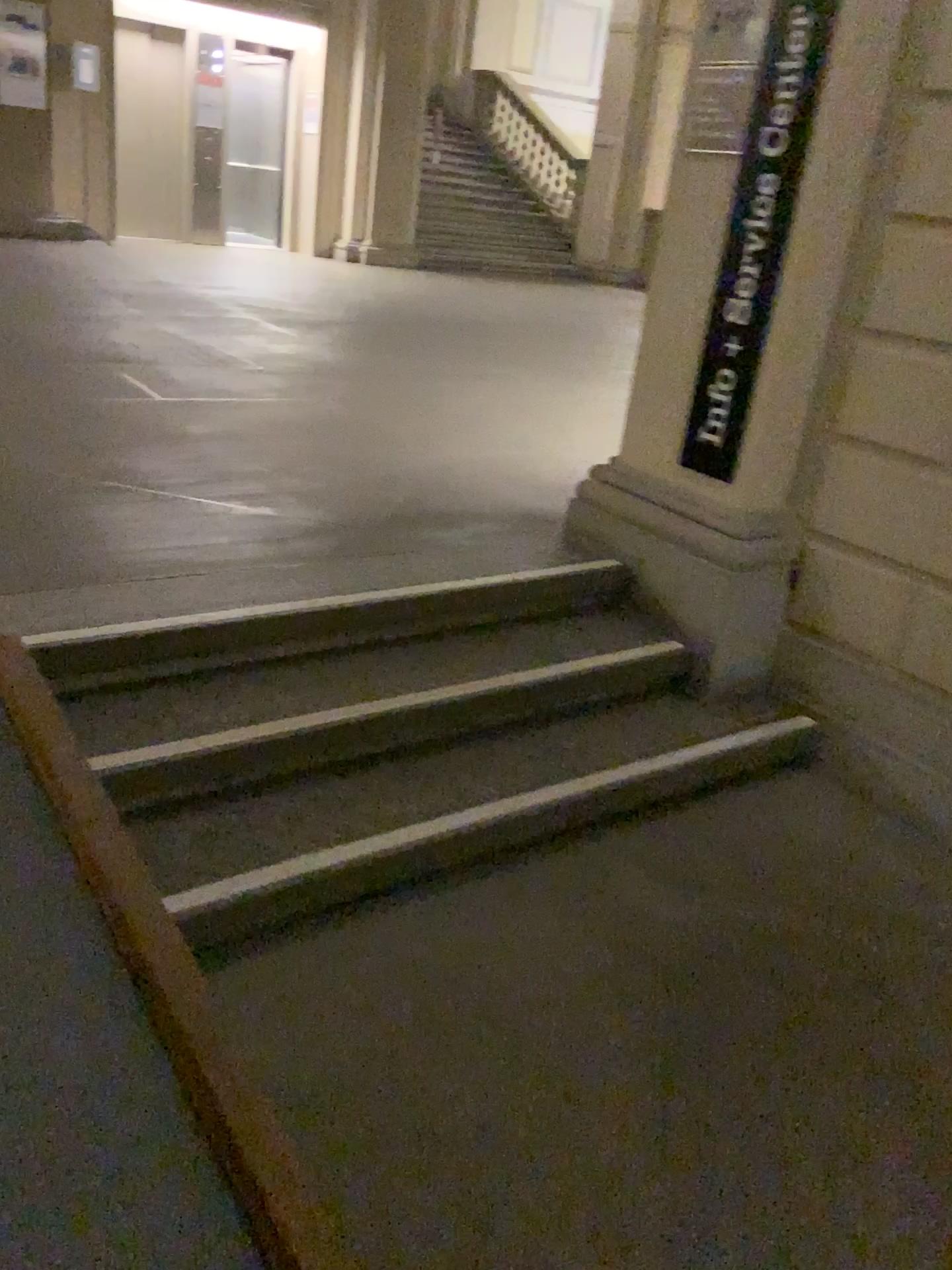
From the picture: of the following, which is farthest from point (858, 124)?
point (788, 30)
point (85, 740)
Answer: point (85, 740)

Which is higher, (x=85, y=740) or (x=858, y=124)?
(x=858, y=124)

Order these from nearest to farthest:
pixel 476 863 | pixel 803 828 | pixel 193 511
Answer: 1. pixel 476 863
2. pixel 803 828
3. pixel 193 511

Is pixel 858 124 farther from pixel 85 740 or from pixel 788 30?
pixel 85 740

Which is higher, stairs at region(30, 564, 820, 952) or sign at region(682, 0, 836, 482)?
sign at region(682, 0, 836, 482)
